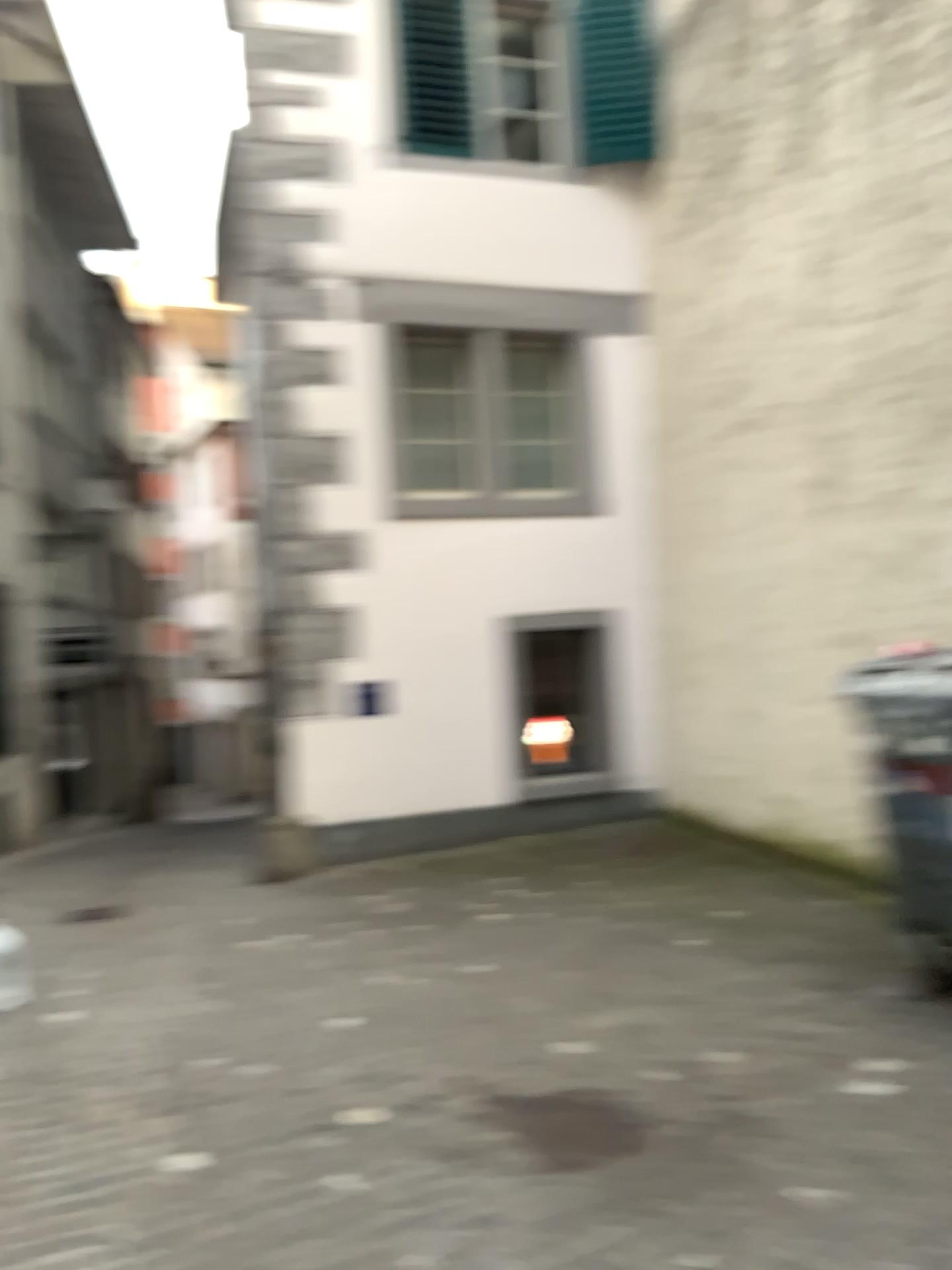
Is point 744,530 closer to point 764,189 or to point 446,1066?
point 764,189
